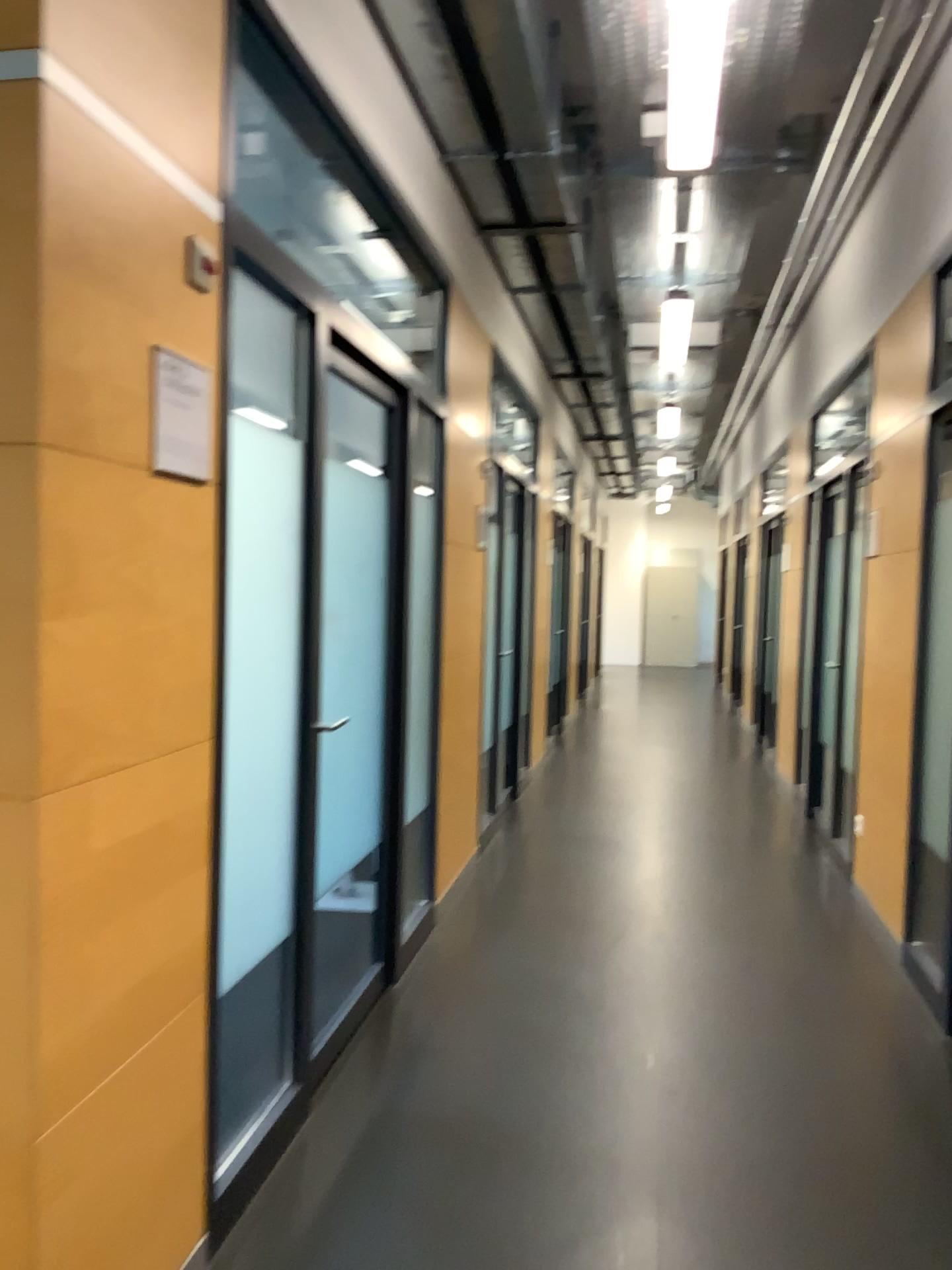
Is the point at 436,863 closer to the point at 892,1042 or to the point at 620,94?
the point at 892,1042

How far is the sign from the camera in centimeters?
181cm

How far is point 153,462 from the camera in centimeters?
181cm
